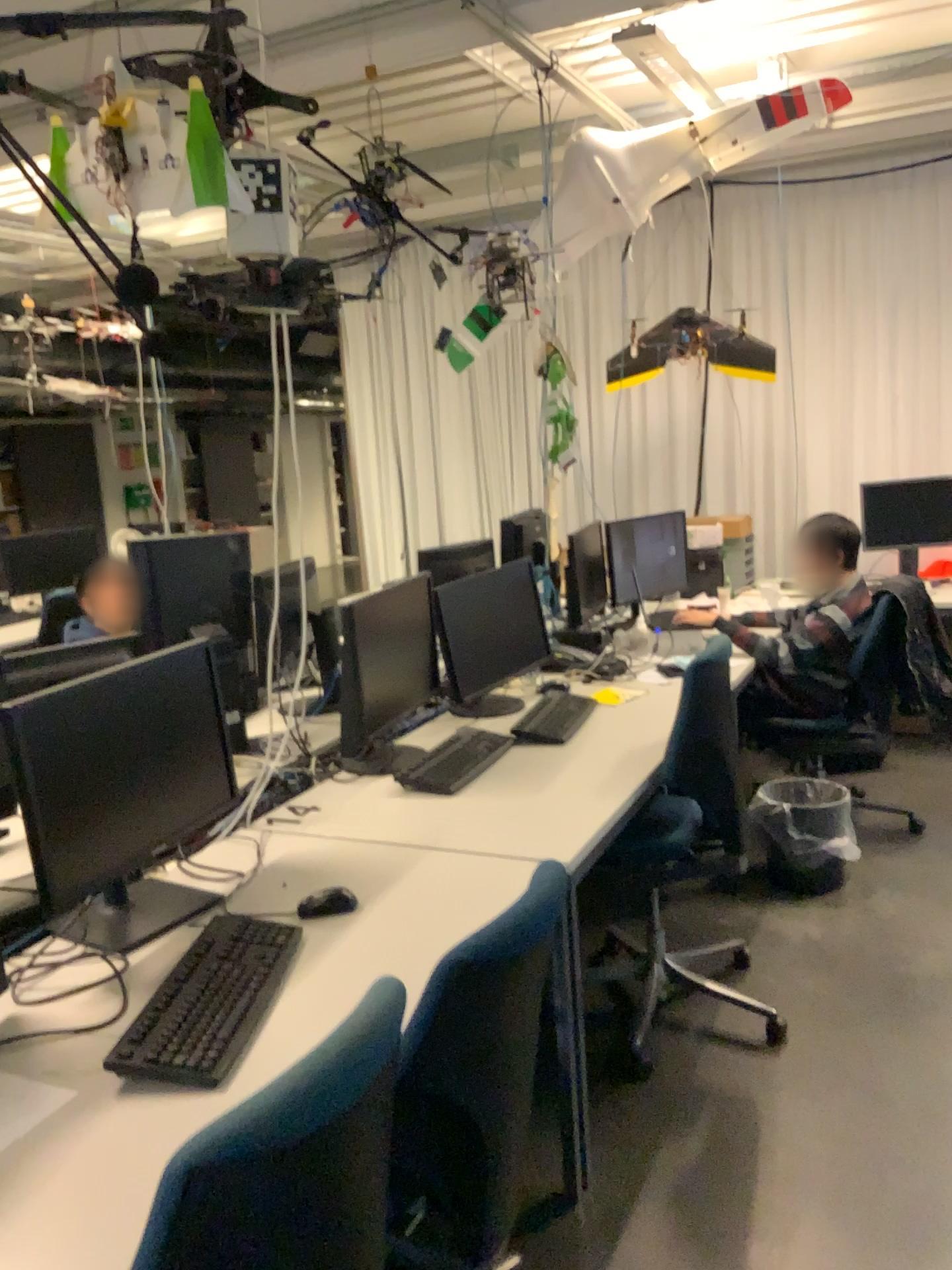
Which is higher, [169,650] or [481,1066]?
[169,650]

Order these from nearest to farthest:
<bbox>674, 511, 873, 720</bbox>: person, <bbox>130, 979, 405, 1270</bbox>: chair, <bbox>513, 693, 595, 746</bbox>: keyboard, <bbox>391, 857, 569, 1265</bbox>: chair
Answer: <bbox>130, 979, 405, 1270</bbox>: chair → <bbox>391, 857, 569, 1265</bbox>: chair → <bbox>513, 693, 595, 746</bbox>: keyboard → <bbox>674, 511, 873, 720</bbox>: person

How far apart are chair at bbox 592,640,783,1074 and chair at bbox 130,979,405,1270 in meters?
1.6

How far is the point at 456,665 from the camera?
3.2 meters

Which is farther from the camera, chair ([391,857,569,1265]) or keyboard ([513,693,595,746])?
keyboard ([513,693,595,746])

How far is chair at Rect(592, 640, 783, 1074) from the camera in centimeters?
262cm

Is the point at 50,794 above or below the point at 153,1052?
above

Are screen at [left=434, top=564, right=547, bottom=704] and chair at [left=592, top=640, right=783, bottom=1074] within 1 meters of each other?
yes

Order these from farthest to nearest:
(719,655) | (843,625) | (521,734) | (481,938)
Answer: (843,625) → (521,734) → (719,655) → (481,938)

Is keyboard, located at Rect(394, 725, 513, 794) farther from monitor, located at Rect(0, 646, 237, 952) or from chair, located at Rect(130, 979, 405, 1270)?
chair, located at Rect(130, 979, 405, 1270)
